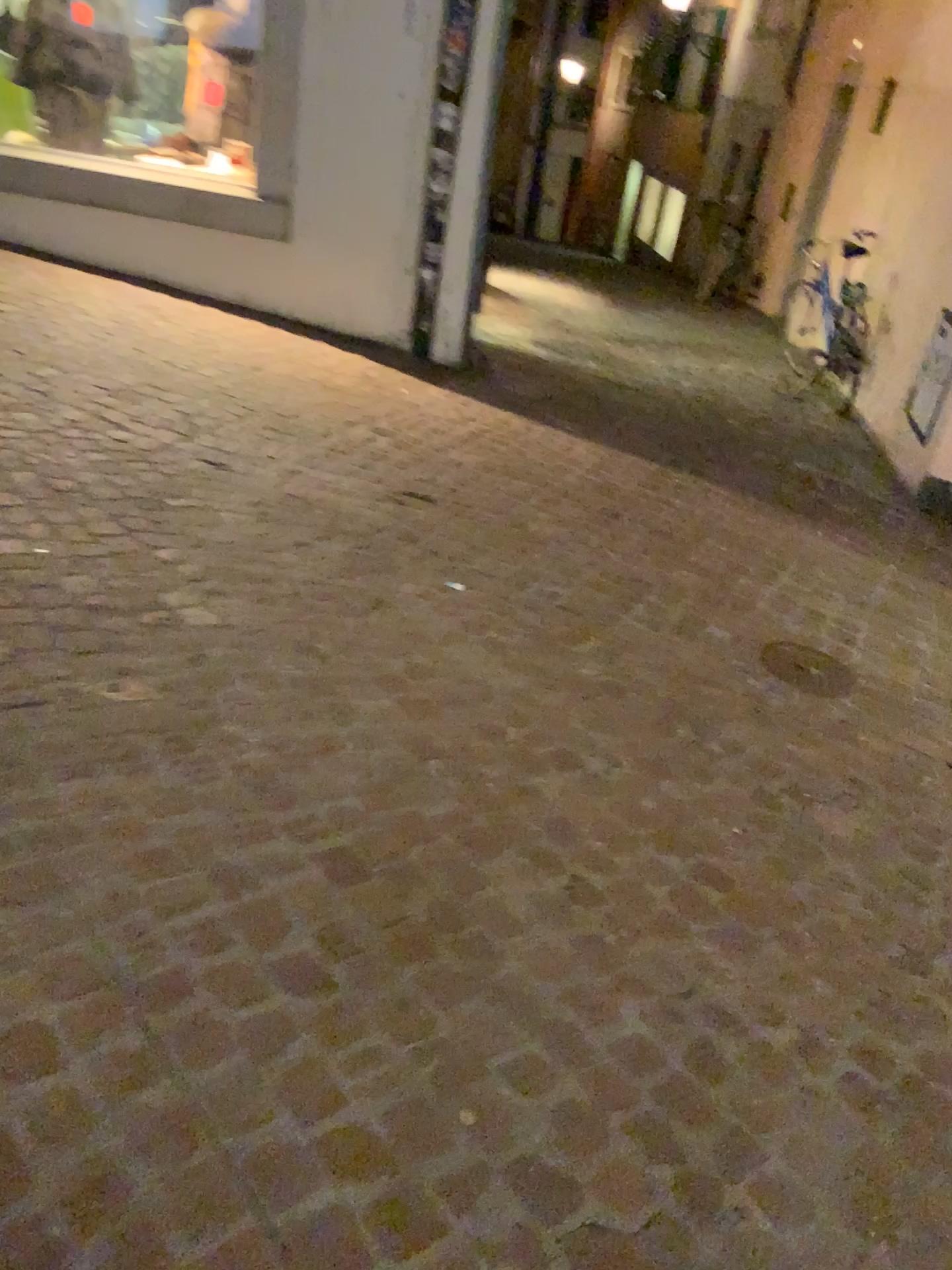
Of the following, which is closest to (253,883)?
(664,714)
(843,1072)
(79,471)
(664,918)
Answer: (664,918)

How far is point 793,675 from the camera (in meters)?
3.23

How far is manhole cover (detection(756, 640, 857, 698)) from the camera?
3.2m
